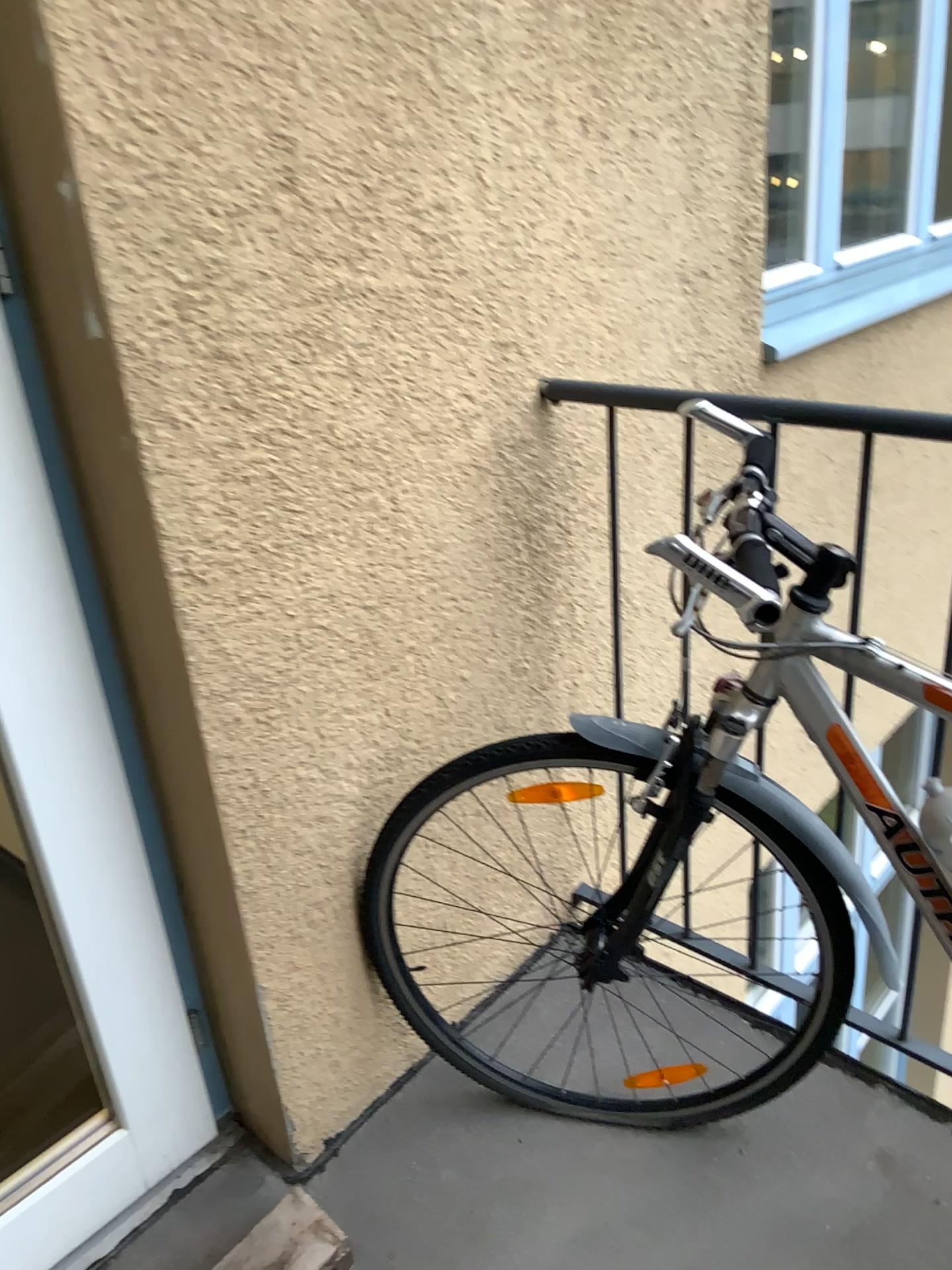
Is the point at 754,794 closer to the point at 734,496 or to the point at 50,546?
the point at 734,496

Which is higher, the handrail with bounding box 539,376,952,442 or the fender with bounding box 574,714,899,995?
the handrail with bounding box 539,376,952,442

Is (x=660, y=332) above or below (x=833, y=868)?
above

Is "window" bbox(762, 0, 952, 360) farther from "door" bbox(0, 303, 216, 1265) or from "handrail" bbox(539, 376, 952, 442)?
"door" bbox(0, 303, 216, 1265)

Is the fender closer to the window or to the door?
the door

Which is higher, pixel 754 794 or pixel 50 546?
pixel 50 546

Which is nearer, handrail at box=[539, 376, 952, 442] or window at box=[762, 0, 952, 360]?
handrail at box=[539, 376, 952, 442]

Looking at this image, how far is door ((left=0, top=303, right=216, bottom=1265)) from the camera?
1.2 meters

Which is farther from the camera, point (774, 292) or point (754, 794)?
point (774, 292)

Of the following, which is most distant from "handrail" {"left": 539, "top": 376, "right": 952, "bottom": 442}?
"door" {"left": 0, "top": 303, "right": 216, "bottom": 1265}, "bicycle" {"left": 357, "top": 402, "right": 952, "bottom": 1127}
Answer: "door" {"left": 0, "top": 303, "right": 216, "bottom": 1265}
